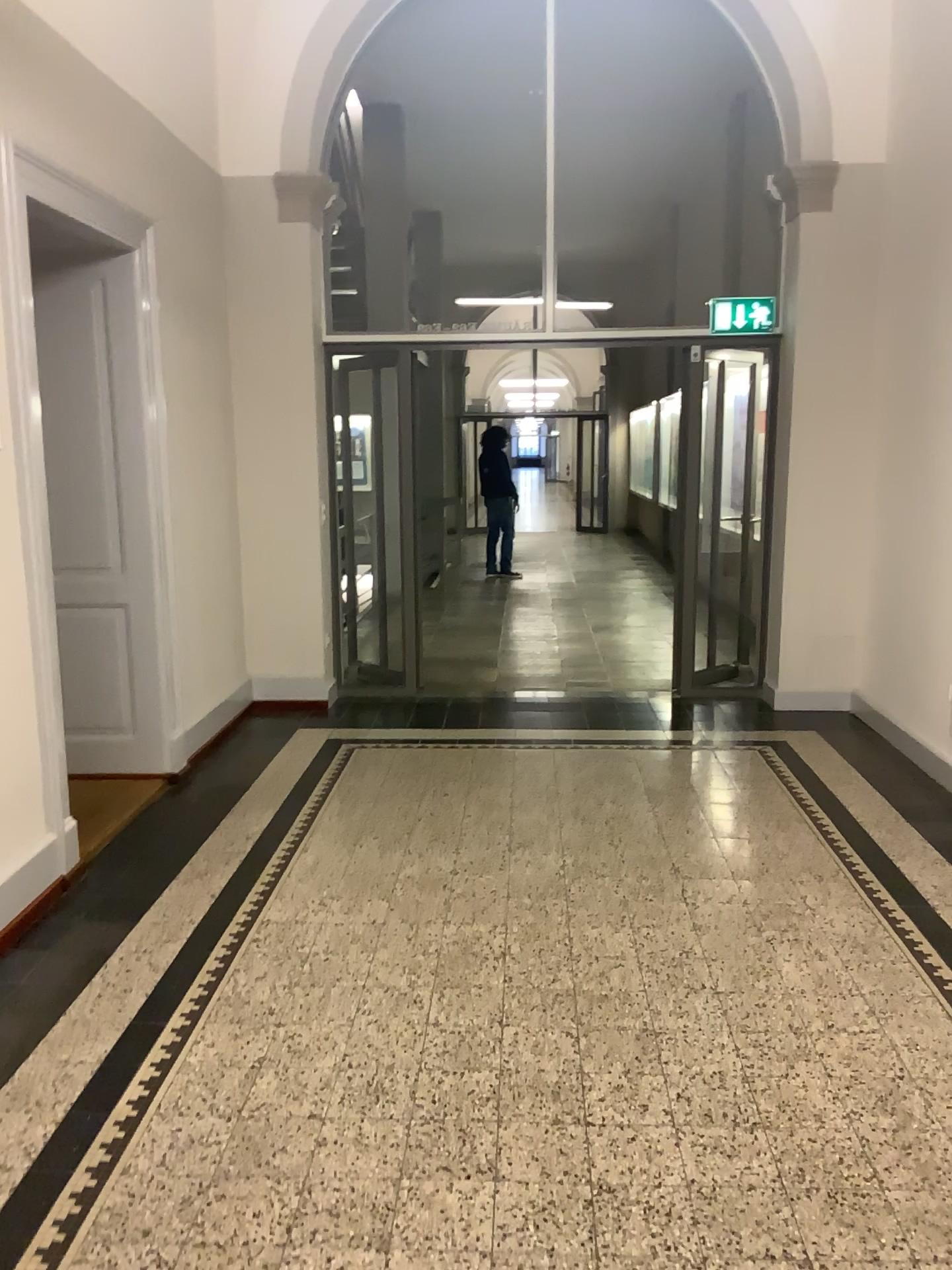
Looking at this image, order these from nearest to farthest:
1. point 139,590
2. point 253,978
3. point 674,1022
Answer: point 674,1022 < point 253,978 < point 139,590

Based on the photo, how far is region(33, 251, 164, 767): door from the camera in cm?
452

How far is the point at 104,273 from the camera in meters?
4.5 m
